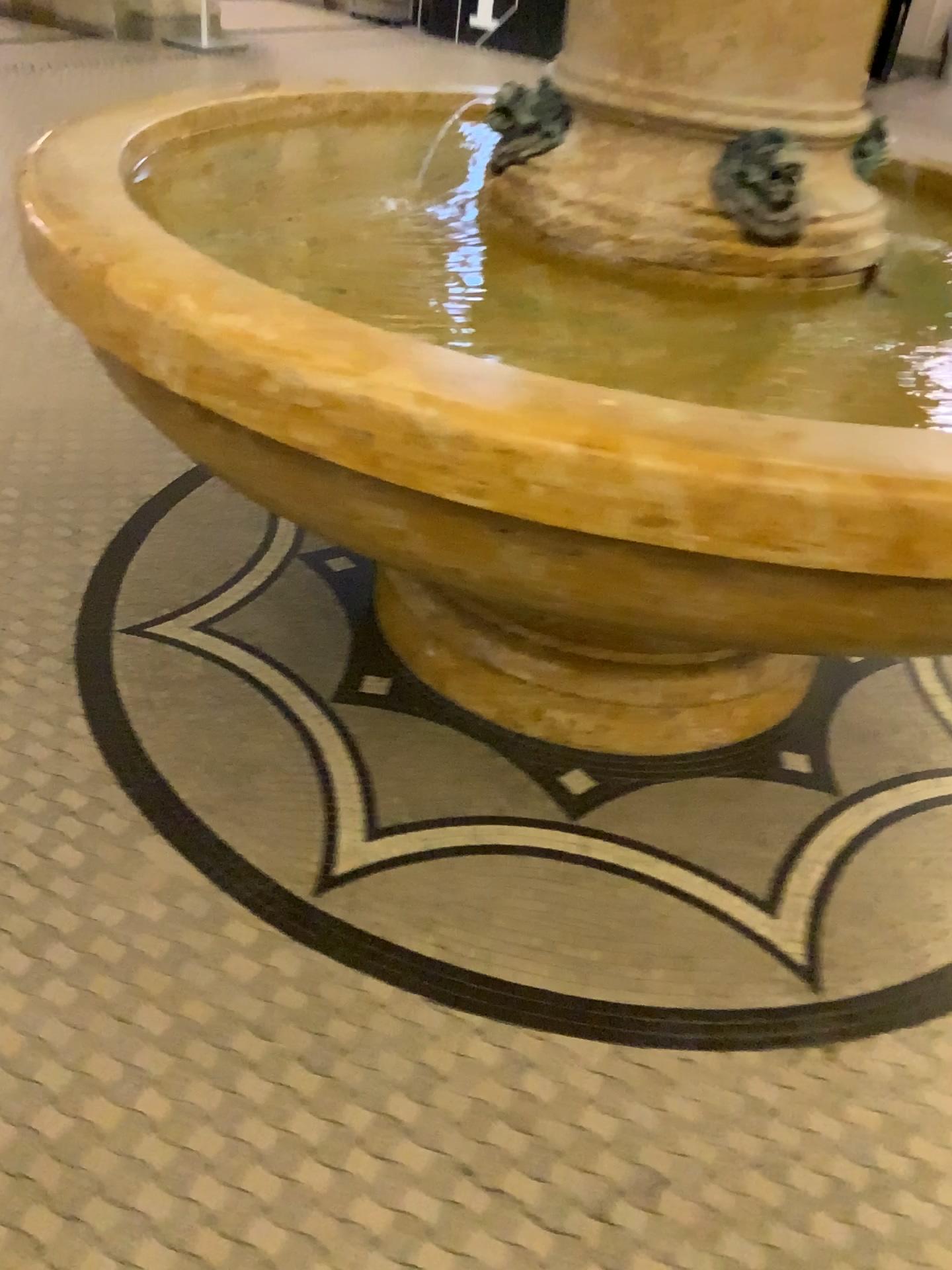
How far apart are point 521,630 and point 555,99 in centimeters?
81cm

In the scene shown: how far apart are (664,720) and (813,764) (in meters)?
0.28

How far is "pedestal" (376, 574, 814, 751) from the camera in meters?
1.7 m

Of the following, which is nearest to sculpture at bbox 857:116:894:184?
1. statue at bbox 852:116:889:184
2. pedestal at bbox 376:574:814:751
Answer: statue at bbox 852:116:889:184

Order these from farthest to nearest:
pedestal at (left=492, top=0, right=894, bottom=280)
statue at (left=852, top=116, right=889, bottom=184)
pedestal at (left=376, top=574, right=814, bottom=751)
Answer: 1. statue at (left=852, top=116, right=889, bottom=184)
2. pedestal at (left=376, top=574, right=814, bottom=751)
3. pedestal at (left=492, top=0, right=894, bottom=280)

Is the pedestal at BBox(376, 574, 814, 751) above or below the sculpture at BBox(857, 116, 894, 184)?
below

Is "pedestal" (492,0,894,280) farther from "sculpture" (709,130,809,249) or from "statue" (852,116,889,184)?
"statue" (852,116,889,184)

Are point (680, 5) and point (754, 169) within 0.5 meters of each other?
yes

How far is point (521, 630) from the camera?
1.7m

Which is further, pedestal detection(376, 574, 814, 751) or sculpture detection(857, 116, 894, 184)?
sculpture detection(857, 116, 894, 184)
